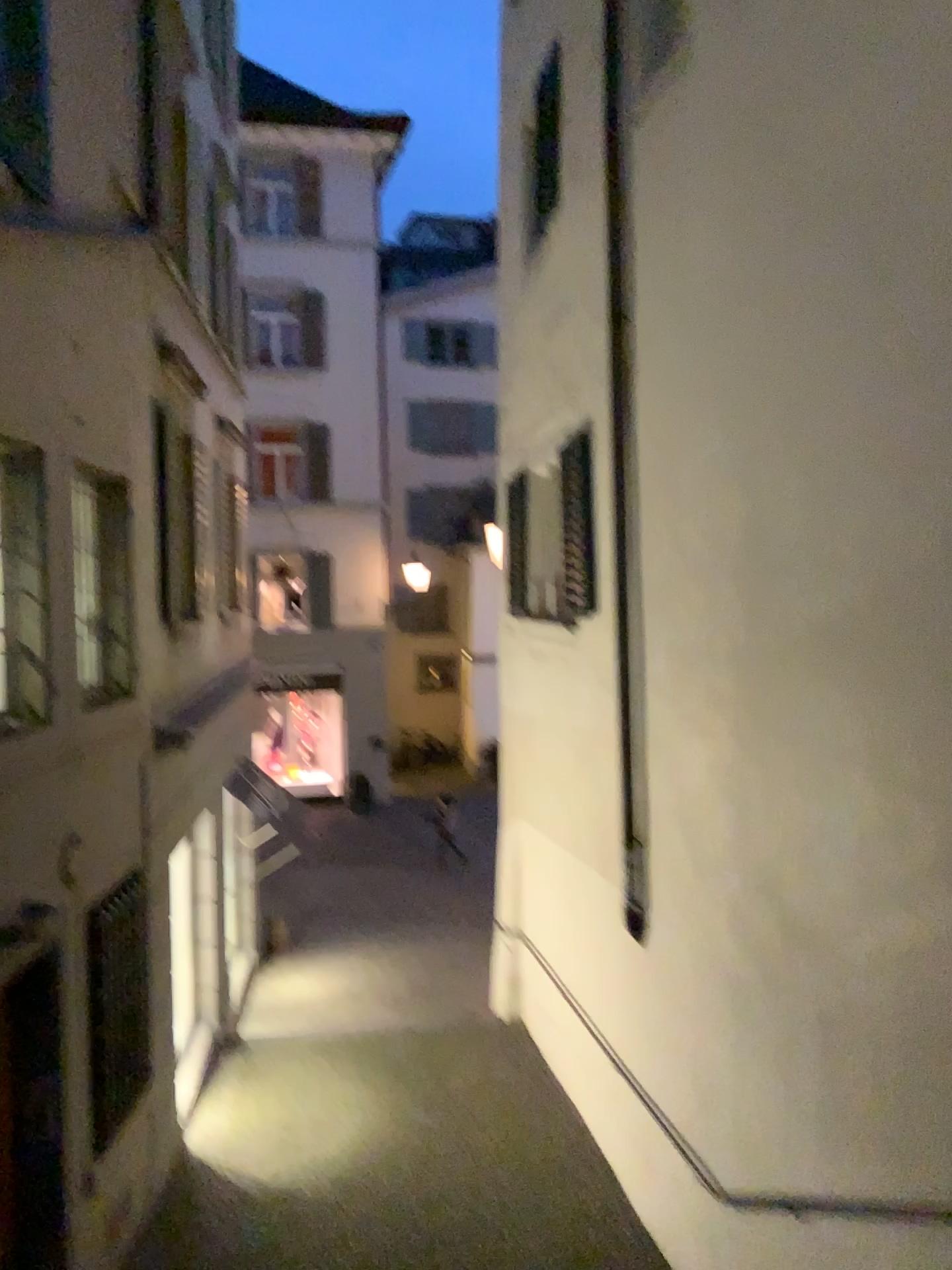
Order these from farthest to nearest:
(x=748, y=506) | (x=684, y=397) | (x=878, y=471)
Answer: (x=684, y=397)
(x=748, y=506)
(x=878, y=471)
